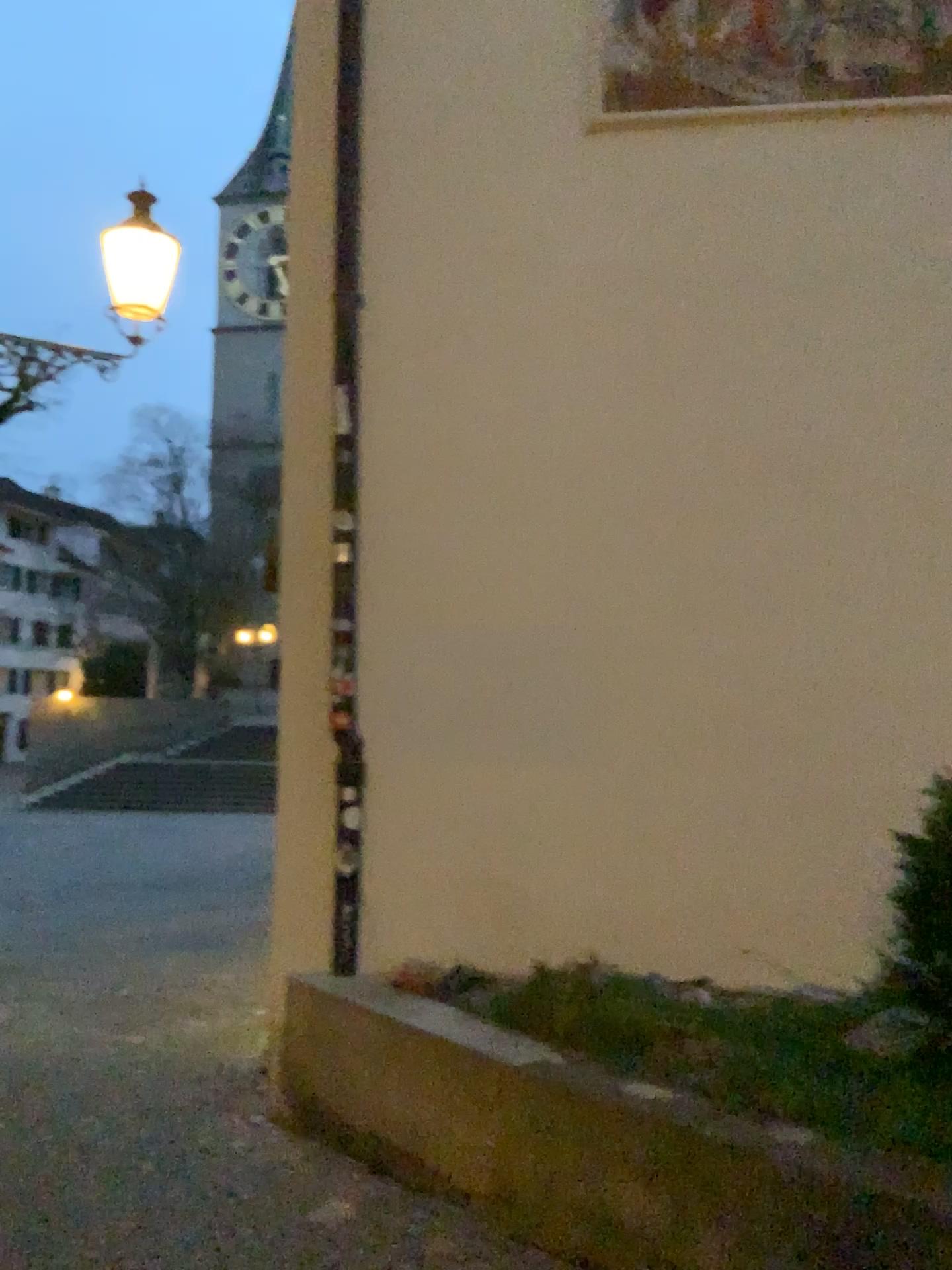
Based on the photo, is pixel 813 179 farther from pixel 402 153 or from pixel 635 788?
pixel 635 788
